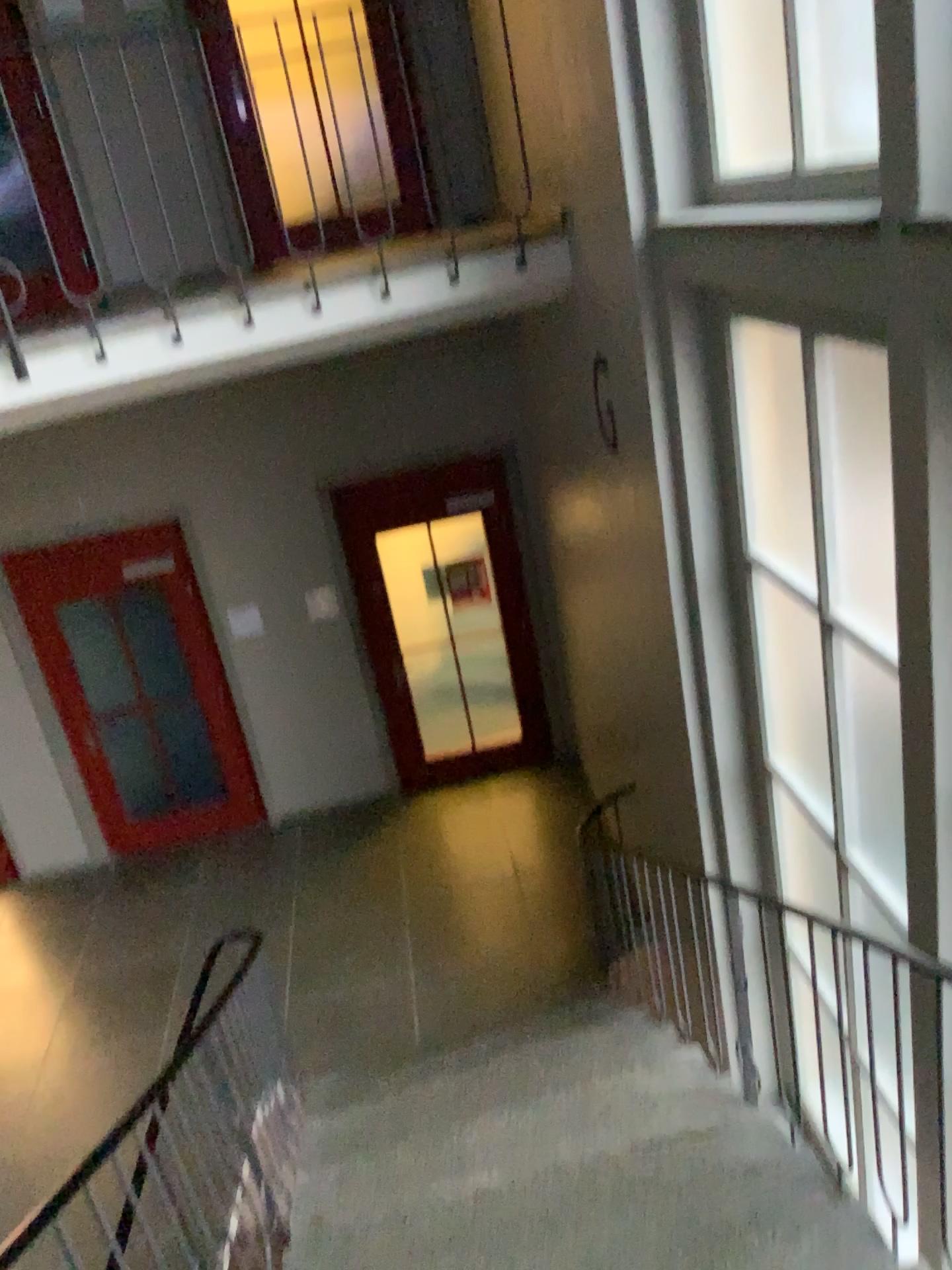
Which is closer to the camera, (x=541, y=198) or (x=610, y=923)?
(x=541, y=198)
